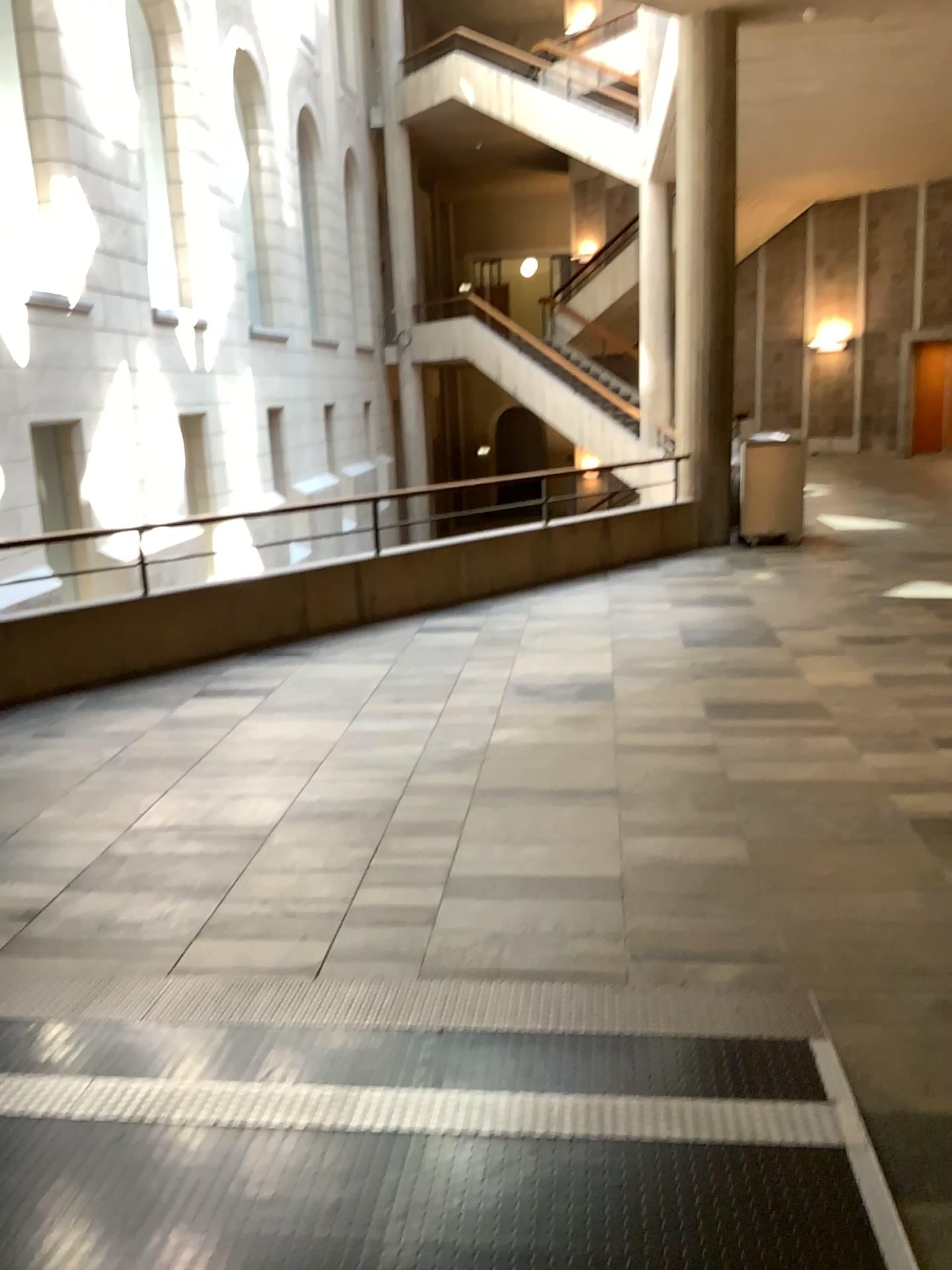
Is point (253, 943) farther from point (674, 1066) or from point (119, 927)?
point (674, 1066)
